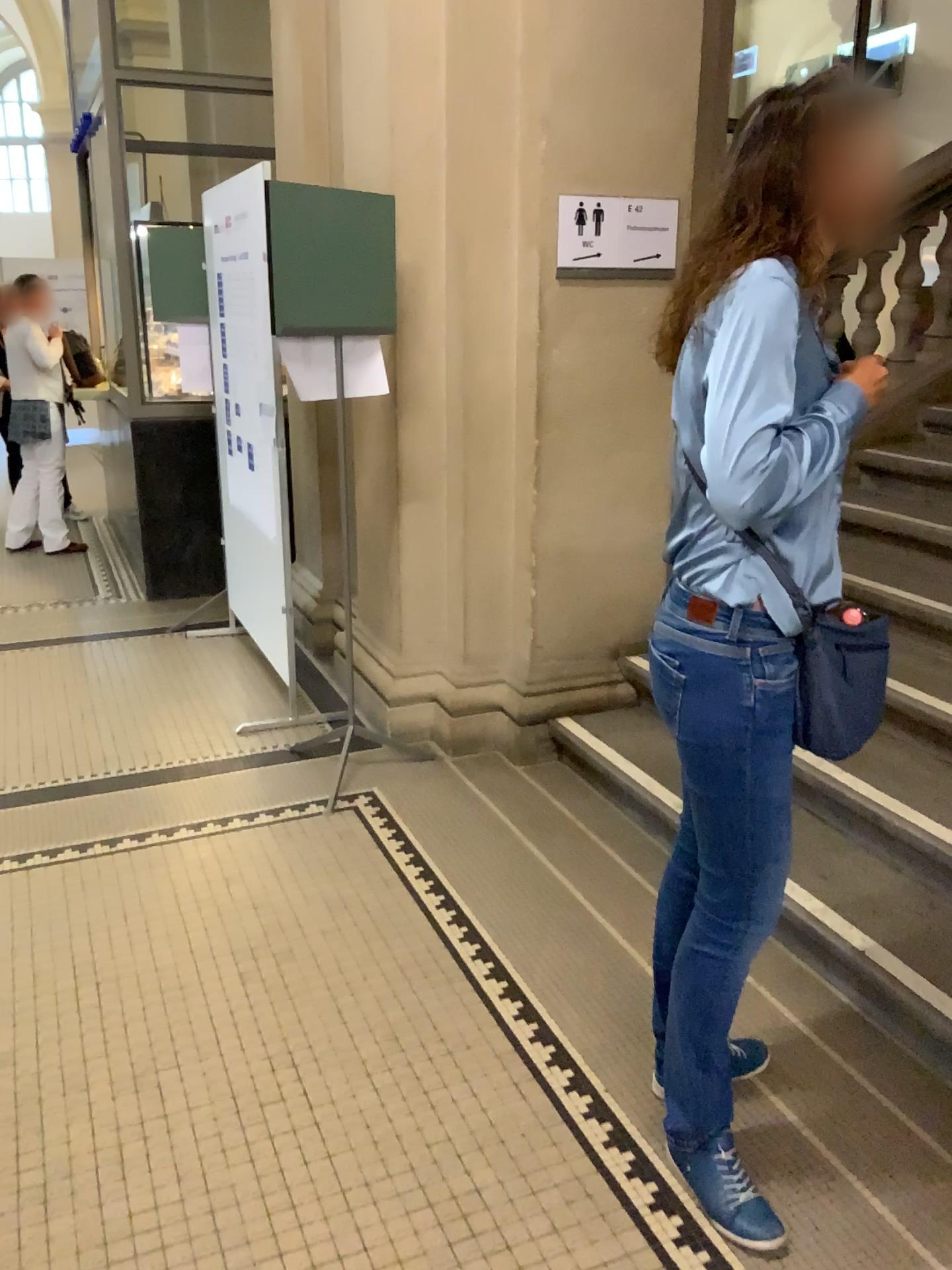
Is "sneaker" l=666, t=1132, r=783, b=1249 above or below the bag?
below

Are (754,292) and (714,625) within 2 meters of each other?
yes

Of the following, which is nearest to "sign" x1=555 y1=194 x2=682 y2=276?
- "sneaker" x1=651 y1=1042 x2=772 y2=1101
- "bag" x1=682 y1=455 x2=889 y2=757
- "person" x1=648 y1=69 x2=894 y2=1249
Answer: "person" x1=648 y1=69 x2=894 y2=1249

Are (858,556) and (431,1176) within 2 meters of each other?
no

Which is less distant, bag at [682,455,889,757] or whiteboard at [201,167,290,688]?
bag at [682,455,889,757]

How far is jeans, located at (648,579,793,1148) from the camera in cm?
161

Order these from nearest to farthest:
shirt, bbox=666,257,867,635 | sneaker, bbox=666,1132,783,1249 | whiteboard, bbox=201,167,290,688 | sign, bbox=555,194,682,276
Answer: shirt, bbox=666,257,867,635, sneaker, bbox=666,1132,783,1249, sign, bbox=555,194,682,276, whiteboard, bbox=201,167,290,688

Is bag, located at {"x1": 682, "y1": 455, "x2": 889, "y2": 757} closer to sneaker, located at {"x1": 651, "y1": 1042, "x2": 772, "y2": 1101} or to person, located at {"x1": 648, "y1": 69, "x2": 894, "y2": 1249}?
person, located at {"x1": 648, "y1": 69, "x2": 894, "y2": 1249}

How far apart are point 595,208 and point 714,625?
2.1m

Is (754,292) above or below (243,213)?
below
